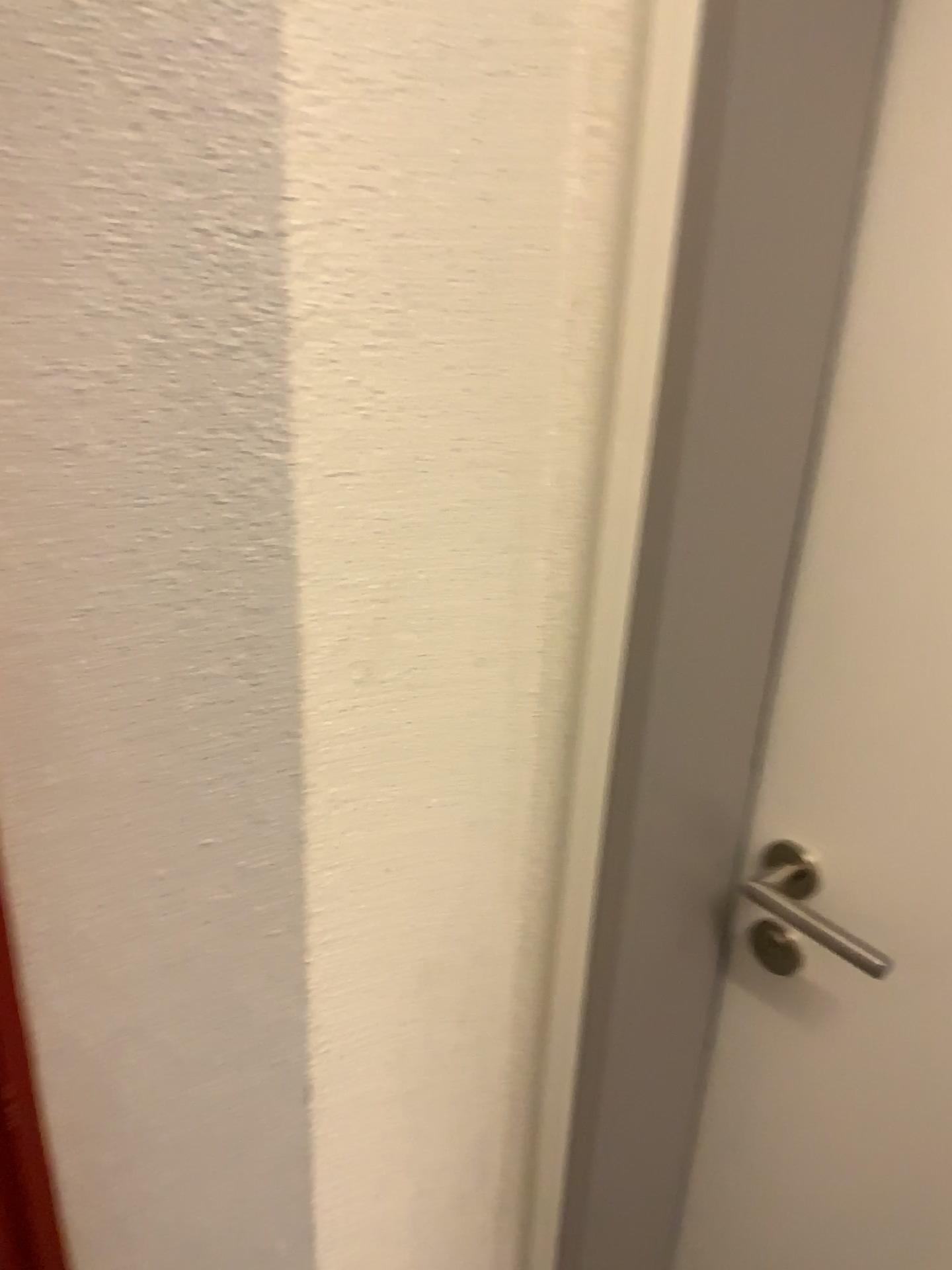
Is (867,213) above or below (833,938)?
above

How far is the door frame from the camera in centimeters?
68cm

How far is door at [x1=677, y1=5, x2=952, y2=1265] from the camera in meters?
0.7

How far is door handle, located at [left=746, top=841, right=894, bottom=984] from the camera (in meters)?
0.88

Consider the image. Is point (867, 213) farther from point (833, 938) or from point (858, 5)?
point (833, 938)

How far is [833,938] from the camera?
0.88m

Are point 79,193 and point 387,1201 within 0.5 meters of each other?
no
